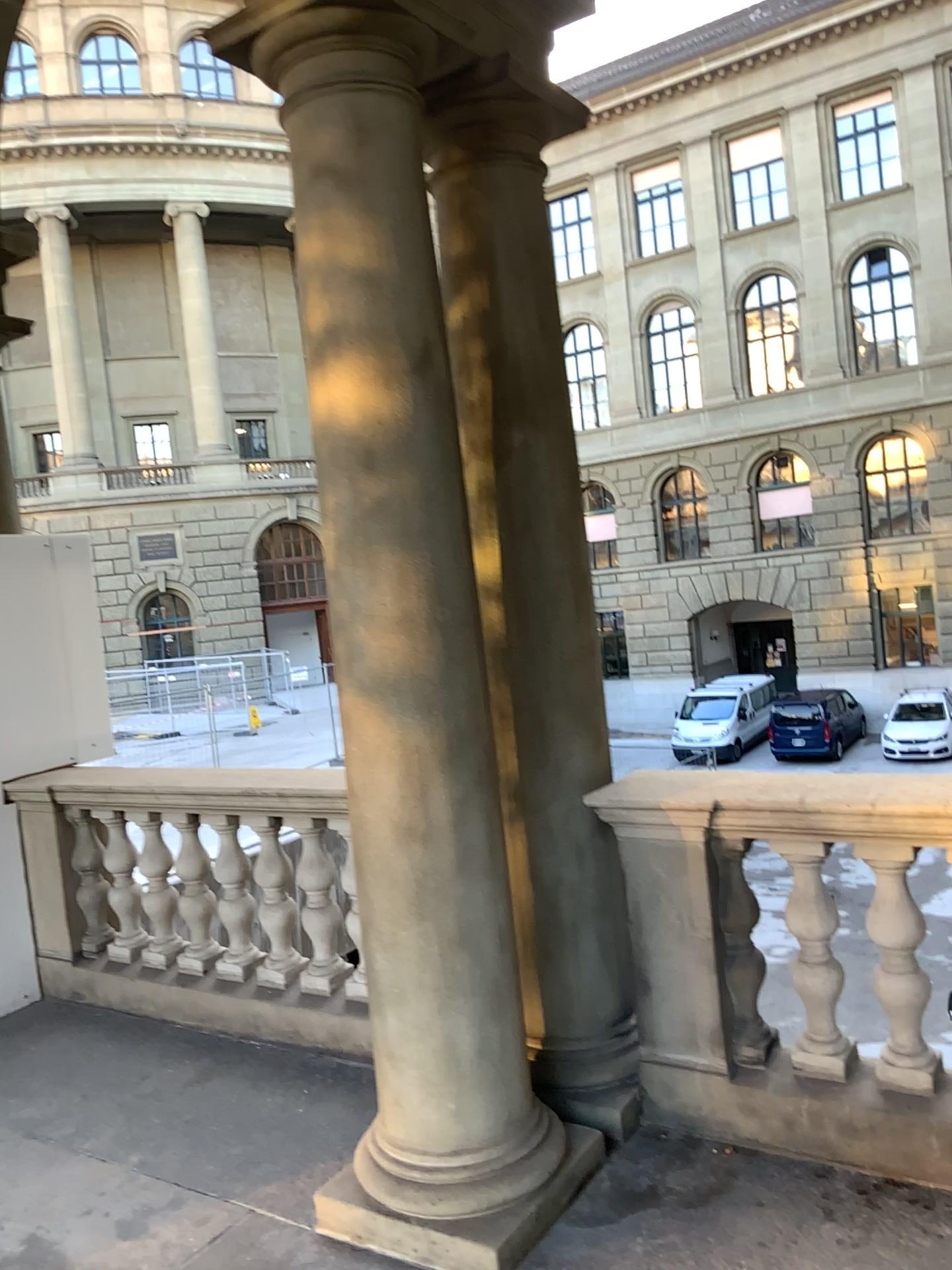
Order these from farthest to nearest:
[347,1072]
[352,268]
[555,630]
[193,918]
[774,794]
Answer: [193,918], [347,1072], [555,630], [774,794], [352,268]
